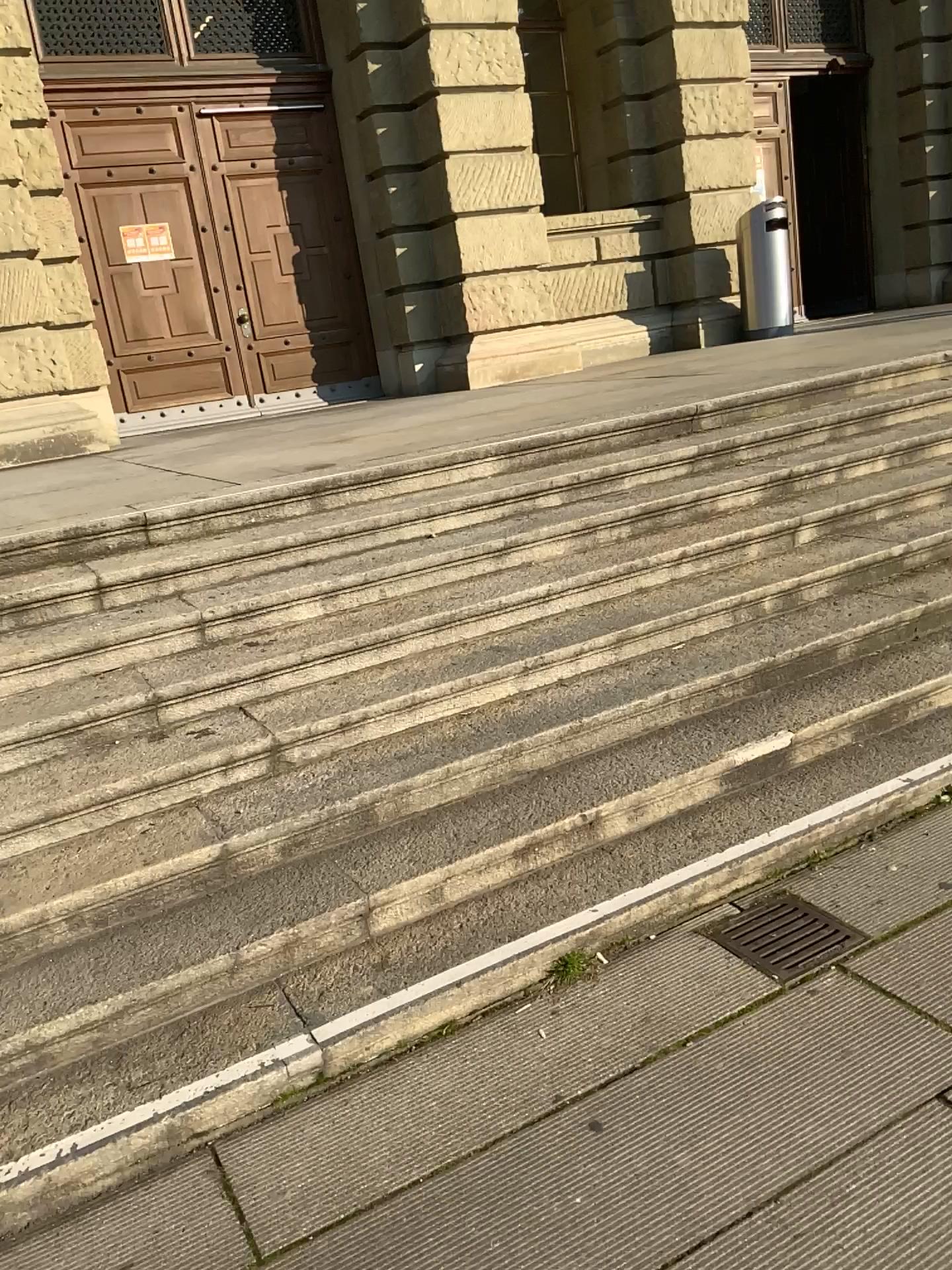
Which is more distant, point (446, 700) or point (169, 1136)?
point (446, 700)
